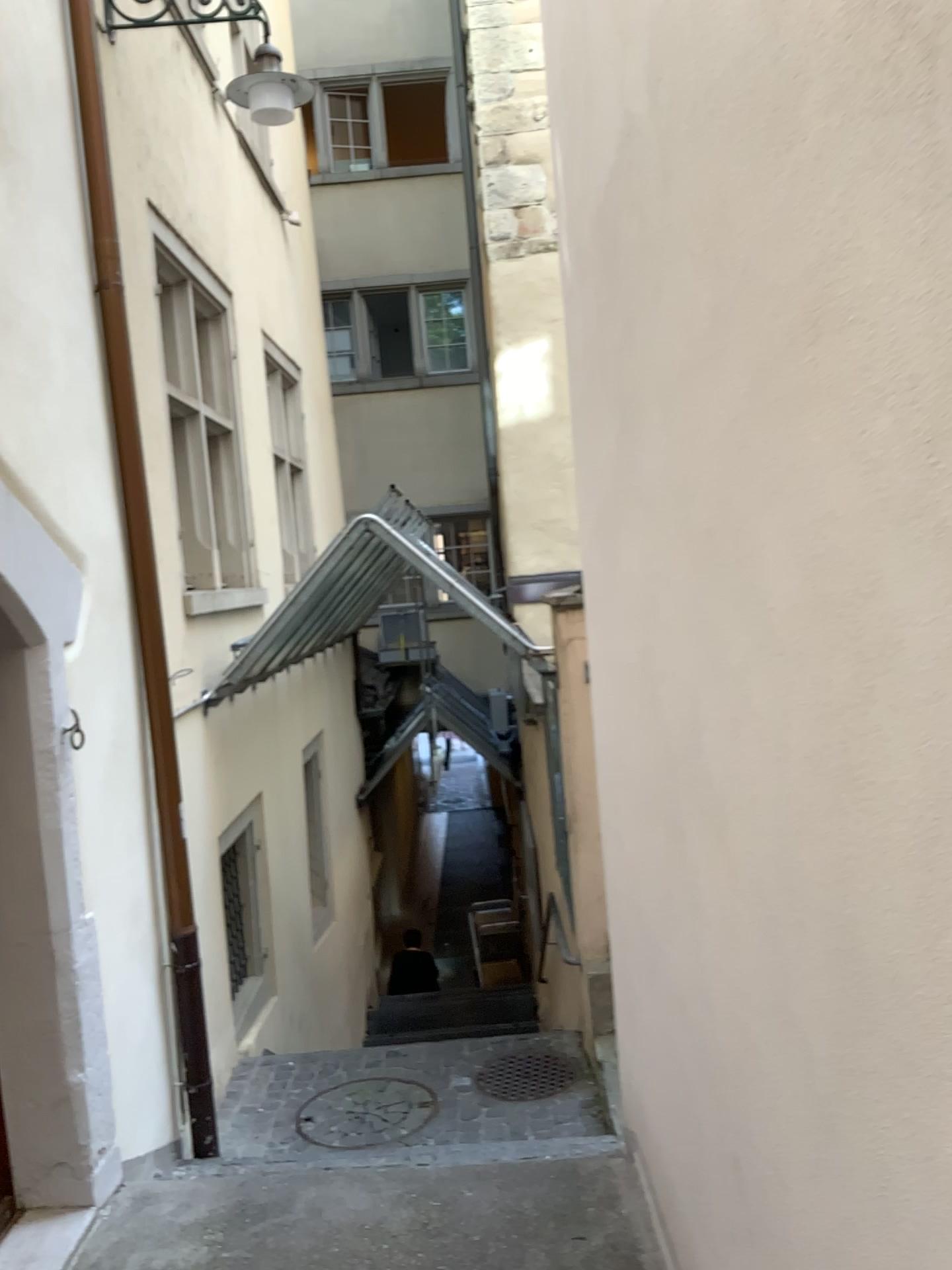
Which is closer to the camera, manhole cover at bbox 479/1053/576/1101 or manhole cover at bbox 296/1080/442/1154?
manhole cover at bbox 296/1080/442/1154

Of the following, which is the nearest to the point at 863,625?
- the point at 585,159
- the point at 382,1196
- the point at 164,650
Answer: the point at 585,159

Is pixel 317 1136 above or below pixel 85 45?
below

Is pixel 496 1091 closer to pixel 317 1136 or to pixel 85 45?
pixel 317 1136

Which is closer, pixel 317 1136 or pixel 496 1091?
pixel 317 1136

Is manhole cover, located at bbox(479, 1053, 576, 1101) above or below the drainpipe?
below

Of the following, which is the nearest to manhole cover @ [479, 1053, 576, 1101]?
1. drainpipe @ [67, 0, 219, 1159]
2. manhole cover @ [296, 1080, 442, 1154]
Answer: manhole cover @ [296, 1080, 442, 1154]

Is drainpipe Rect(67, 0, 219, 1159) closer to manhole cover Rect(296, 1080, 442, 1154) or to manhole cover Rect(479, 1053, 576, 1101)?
manhole cover Rect(296, 1080, 442, 1154)
